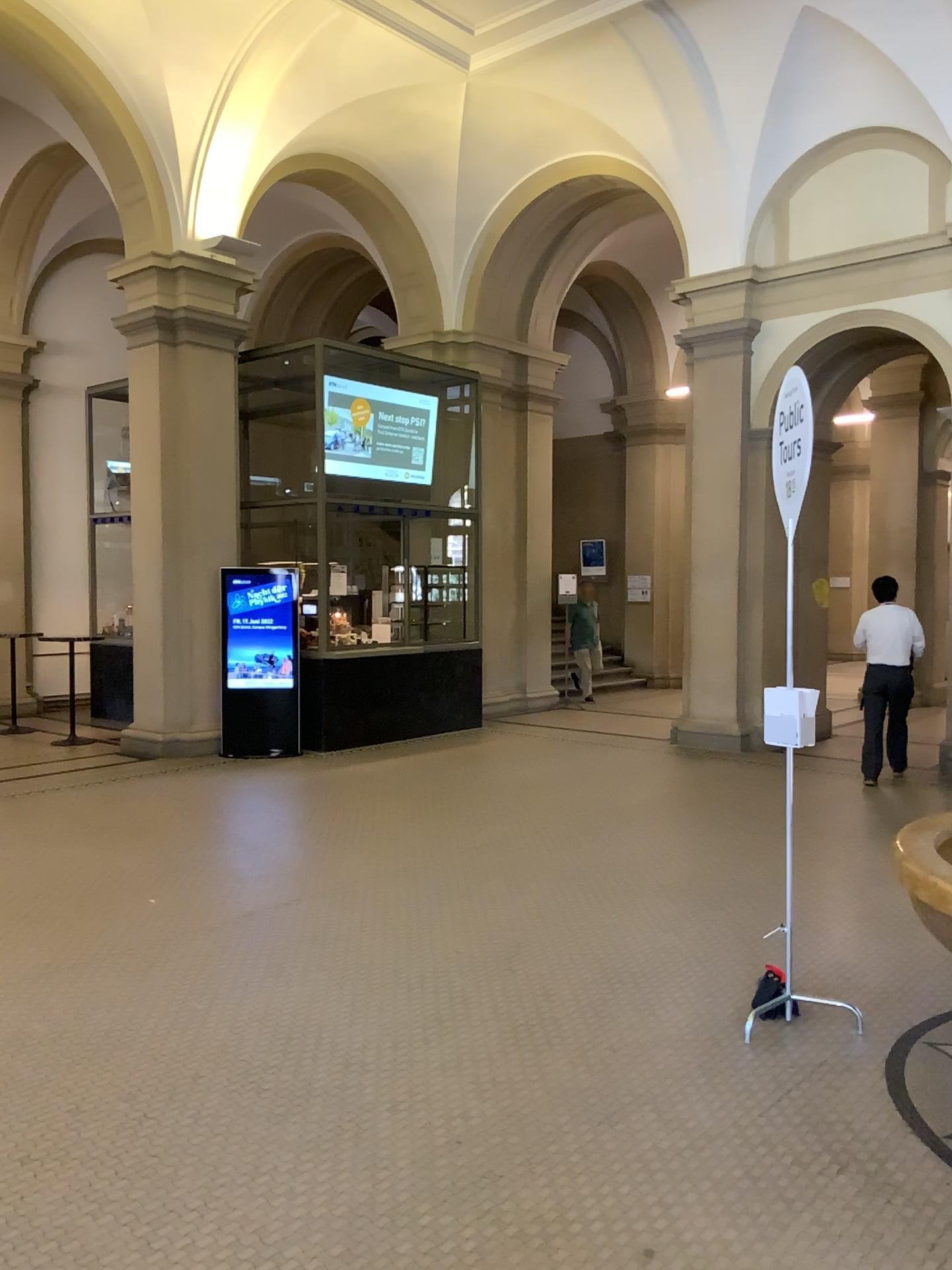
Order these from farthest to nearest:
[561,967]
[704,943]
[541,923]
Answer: [541,923] < [704,943] < [561,967]
